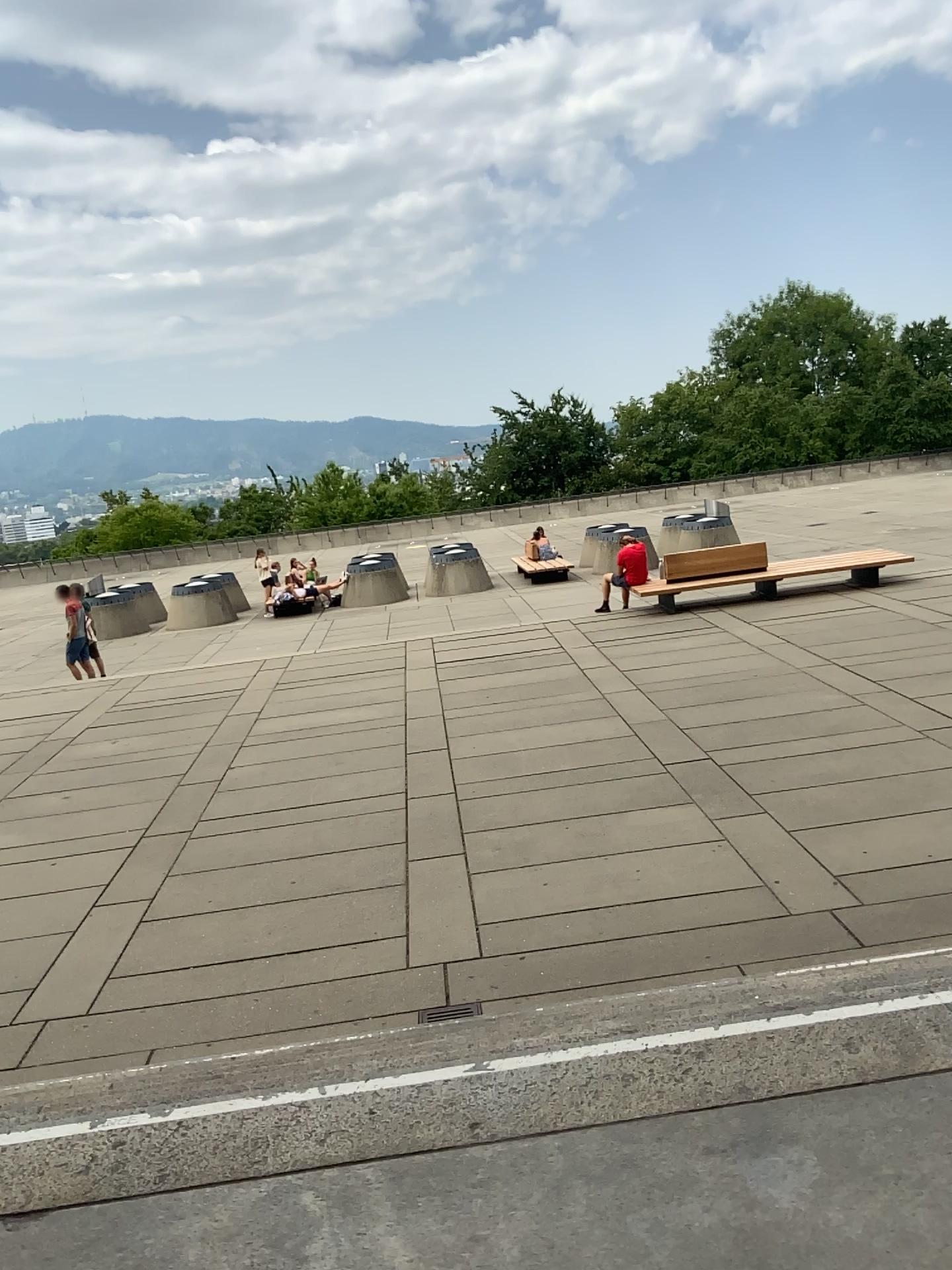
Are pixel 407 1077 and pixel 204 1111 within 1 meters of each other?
yes
